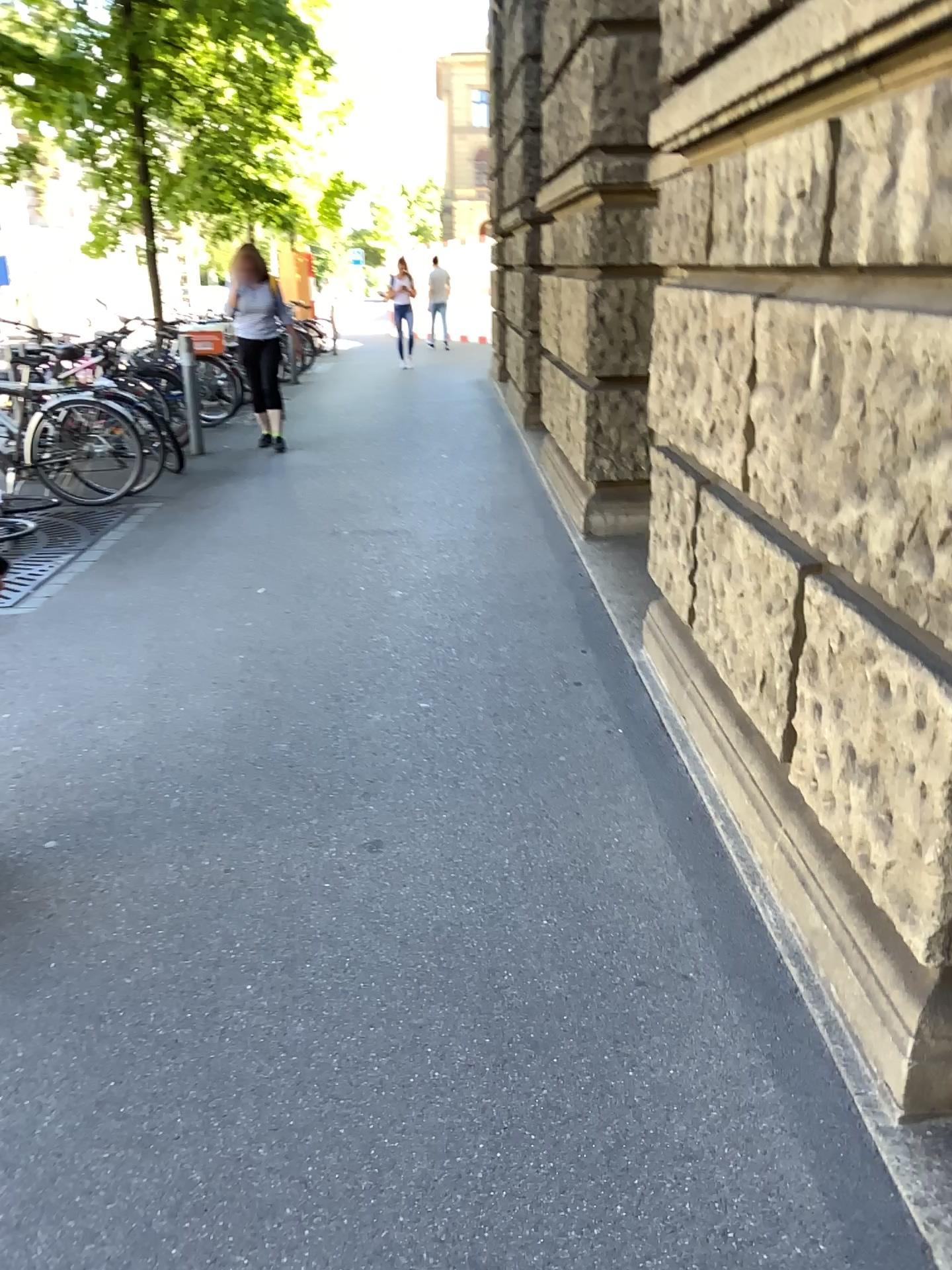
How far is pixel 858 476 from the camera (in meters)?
1.77
